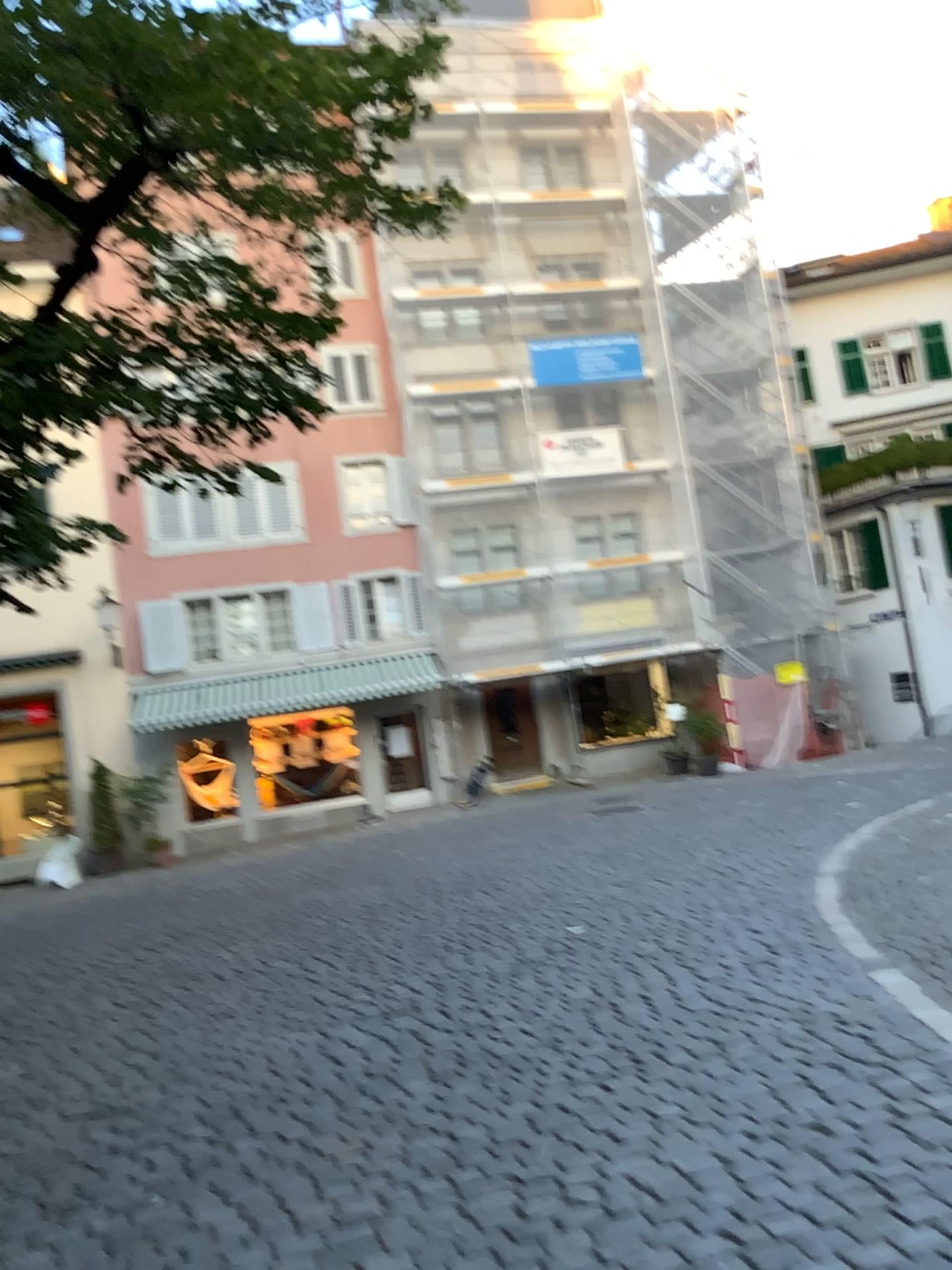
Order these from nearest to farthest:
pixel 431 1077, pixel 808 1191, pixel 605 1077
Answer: pixel 808 1191
pixel 605 1077
pixel 431 1077
